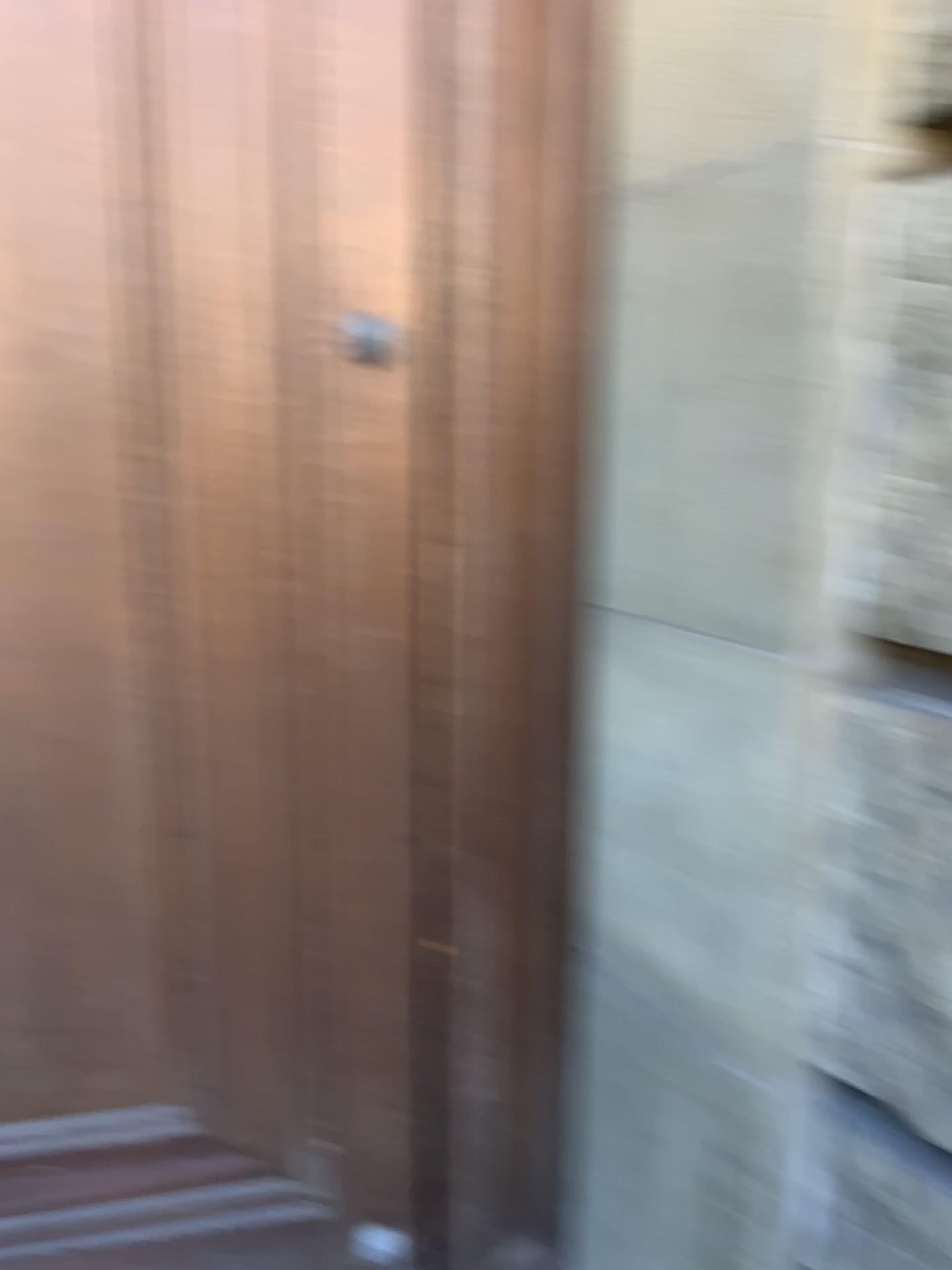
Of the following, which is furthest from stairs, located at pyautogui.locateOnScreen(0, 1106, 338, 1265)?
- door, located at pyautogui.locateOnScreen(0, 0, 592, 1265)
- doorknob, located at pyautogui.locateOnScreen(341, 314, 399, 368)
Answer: doorknob, located at pyautogui.locateOnScreen(341, 314, 399, 368)

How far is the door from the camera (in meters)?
1.22

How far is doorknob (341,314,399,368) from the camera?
1.3 meters

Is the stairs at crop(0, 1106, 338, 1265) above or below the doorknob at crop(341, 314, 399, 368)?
below

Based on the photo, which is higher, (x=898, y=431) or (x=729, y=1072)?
(x=898, y=431)

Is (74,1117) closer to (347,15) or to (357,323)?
(357,323)

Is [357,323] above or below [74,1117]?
above

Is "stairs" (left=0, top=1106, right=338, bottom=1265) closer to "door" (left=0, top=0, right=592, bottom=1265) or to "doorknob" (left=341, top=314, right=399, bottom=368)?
"door" (left=0, top=0, right=592, bottom=1265)

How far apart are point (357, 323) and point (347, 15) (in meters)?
0.34
